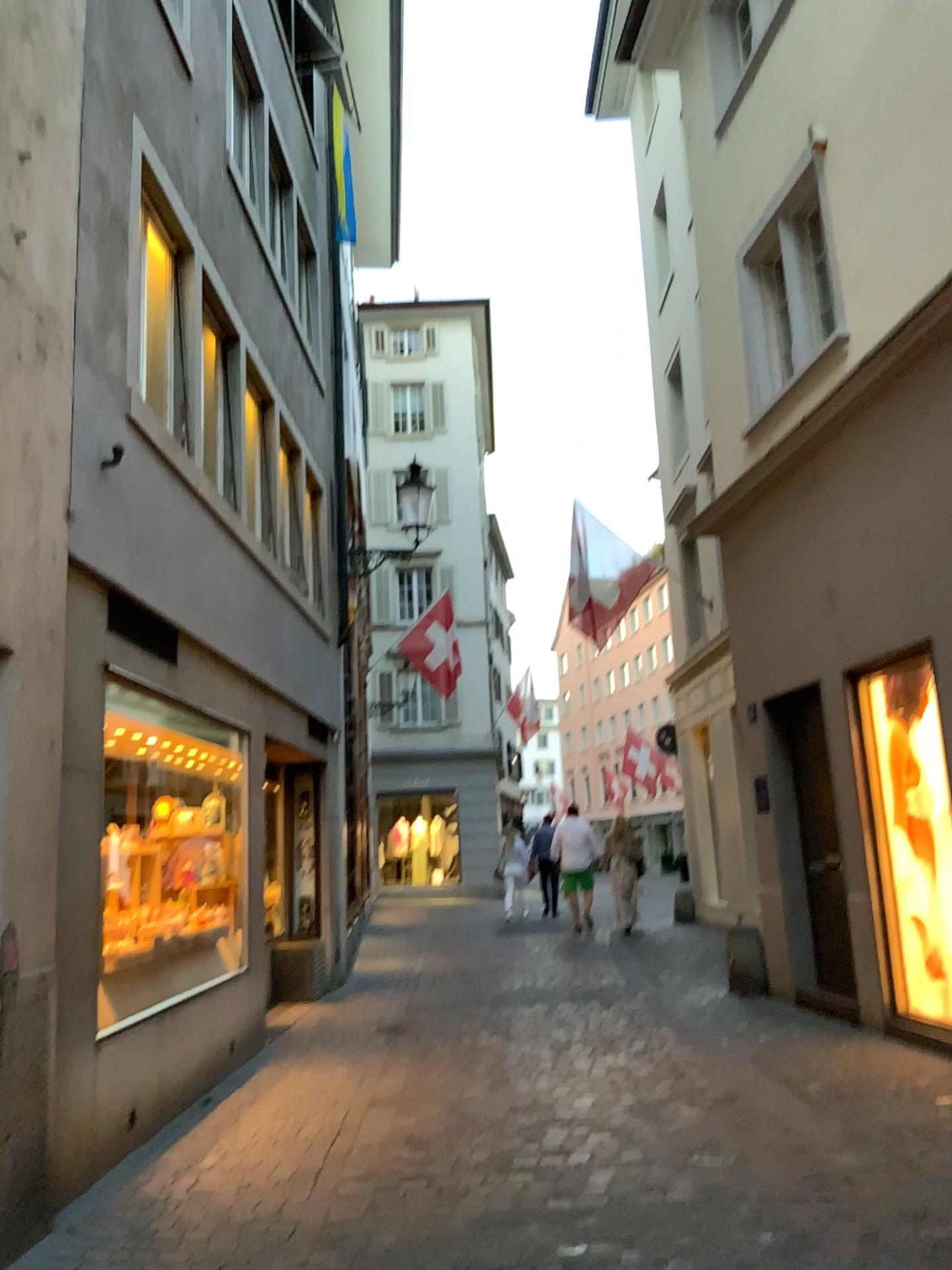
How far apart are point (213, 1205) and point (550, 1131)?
1.5 meters
